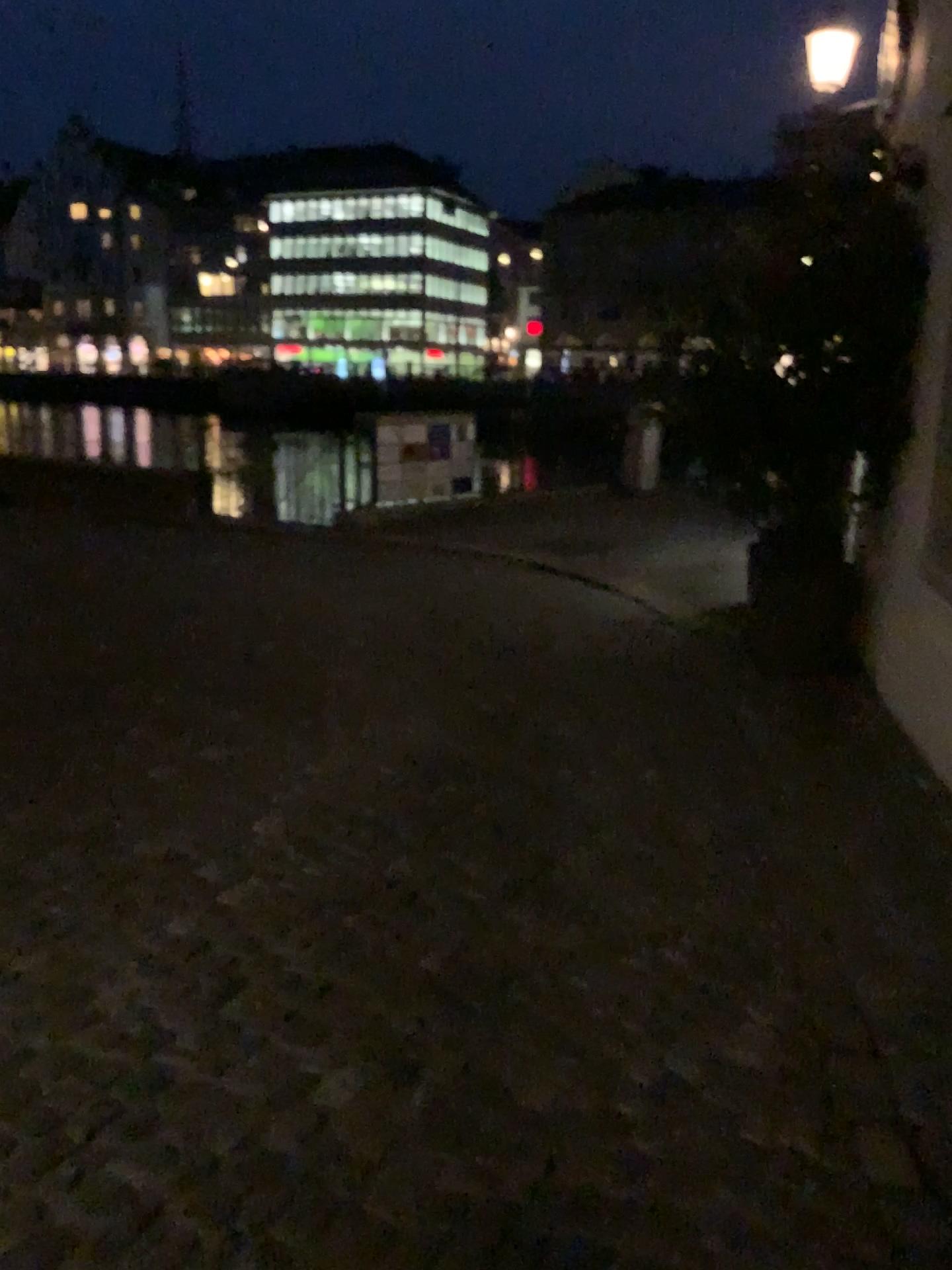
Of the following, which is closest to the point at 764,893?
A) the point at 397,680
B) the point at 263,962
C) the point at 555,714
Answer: the point at 263,962
